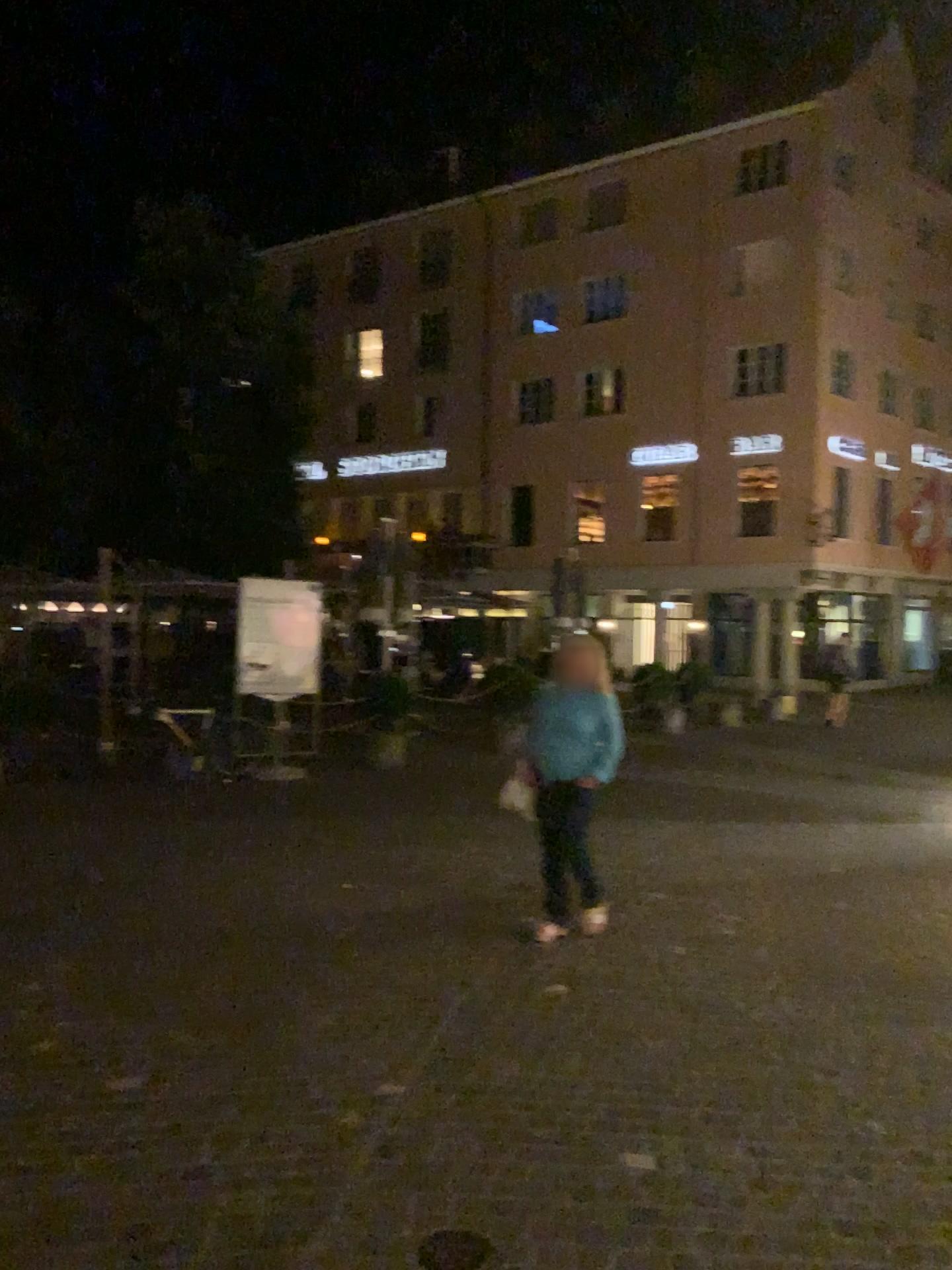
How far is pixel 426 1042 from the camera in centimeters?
417cm
